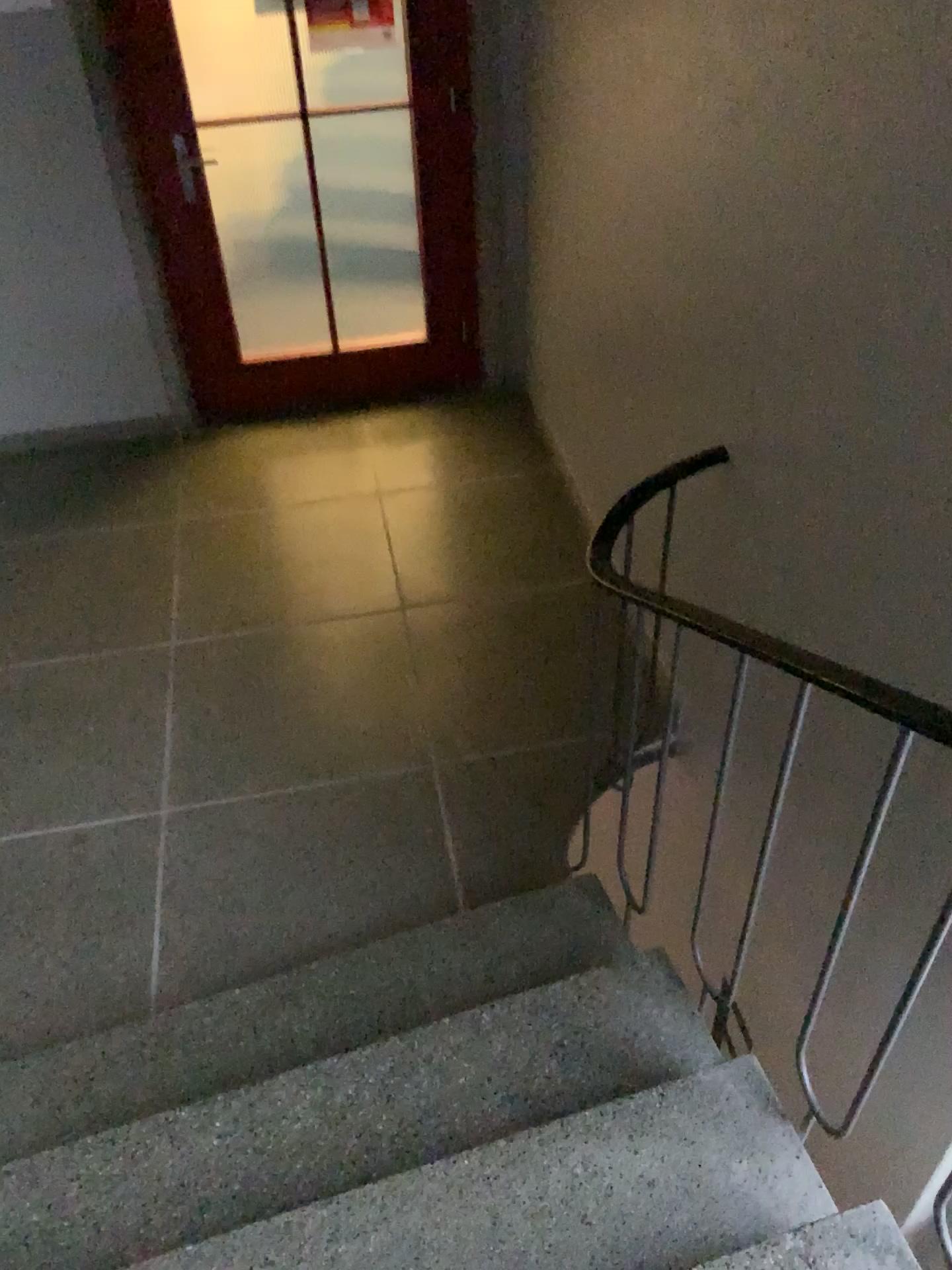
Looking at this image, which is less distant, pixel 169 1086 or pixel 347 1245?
pixel 347 1245

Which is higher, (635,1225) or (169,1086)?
(635,1225)

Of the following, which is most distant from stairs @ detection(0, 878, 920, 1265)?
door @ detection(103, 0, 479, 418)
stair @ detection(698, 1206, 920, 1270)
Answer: door @ detection(103, 0, 479, 418)

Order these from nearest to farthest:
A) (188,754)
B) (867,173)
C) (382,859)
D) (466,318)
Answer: (867,173) < (382,859) < (188,754) < (466,318)

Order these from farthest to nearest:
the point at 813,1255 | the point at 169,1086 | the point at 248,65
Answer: the point at 248,65
the point at 169,1086
the point at 813,1255

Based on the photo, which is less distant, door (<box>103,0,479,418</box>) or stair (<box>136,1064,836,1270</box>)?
stair (<box>136,1064,836,1270</box>)

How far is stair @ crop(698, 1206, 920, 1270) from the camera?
1.46m

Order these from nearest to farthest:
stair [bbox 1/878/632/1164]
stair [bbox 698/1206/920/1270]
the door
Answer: stair [bbox 698/1206/920/1270]
stair [bbox 1/878/632/1164]
the door

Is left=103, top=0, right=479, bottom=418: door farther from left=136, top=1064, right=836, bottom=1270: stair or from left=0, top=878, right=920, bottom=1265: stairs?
left=136, top=1064, right=836, bottom=1270: stair

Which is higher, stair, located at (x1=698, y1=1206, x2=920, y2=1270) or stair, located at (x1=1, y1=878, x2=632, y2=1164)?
stair, located at (x1=698, y1=1206, x2=920, y2=1270)
